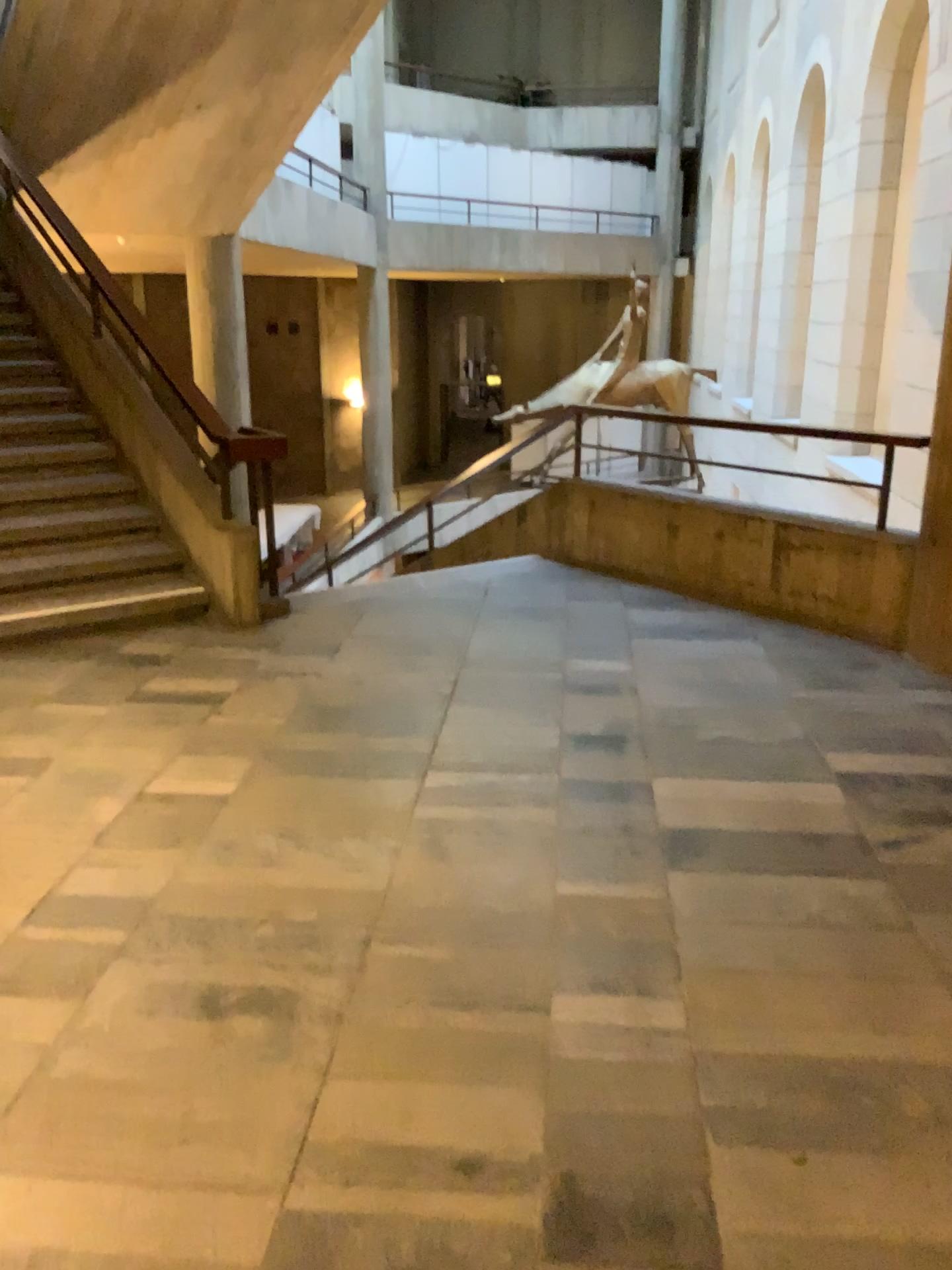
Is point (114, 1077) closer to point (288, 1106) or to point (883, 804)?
point (288, 1106)
